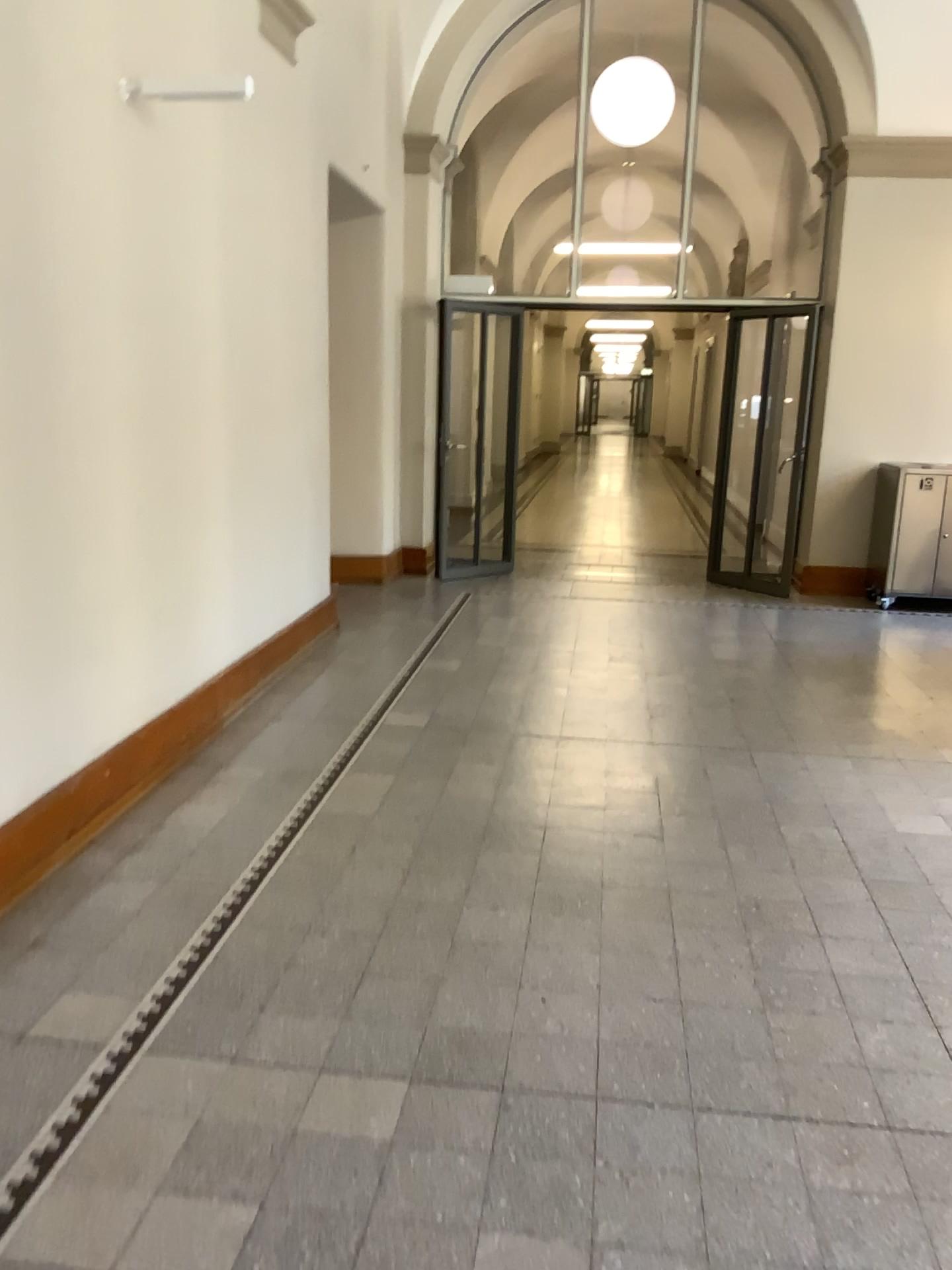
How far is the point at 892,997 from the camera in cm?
264
